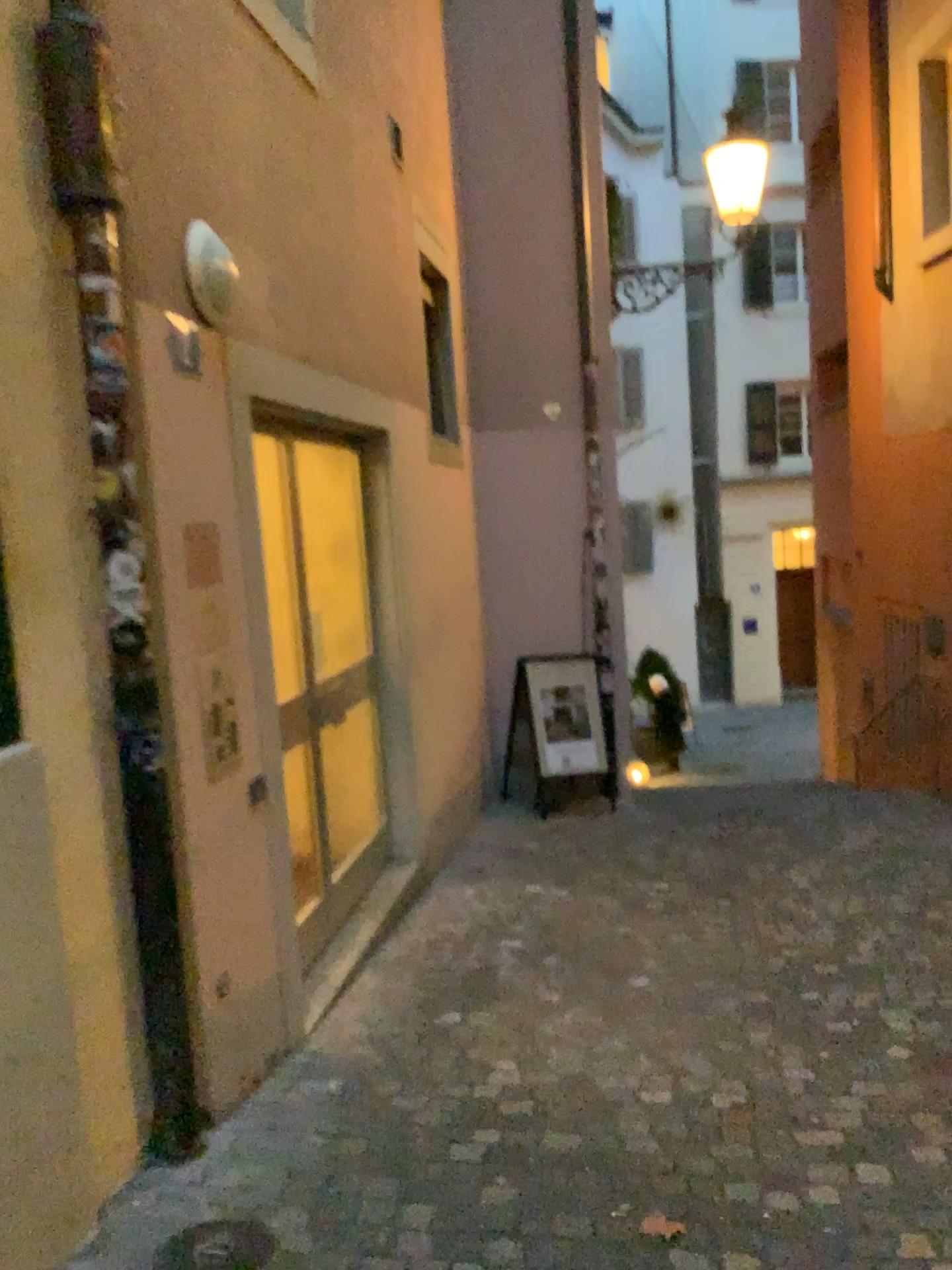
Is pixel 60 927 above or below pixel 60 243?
below

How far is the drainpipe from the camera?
2.5m

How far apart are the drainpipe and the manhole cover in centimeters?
44cm

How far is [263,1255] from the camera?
2.3 meters

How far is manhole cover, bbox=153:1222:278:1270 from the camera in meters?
2.3 m

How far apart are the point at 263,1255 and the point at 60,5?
2.89m

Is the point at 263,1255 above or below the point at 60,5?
below
